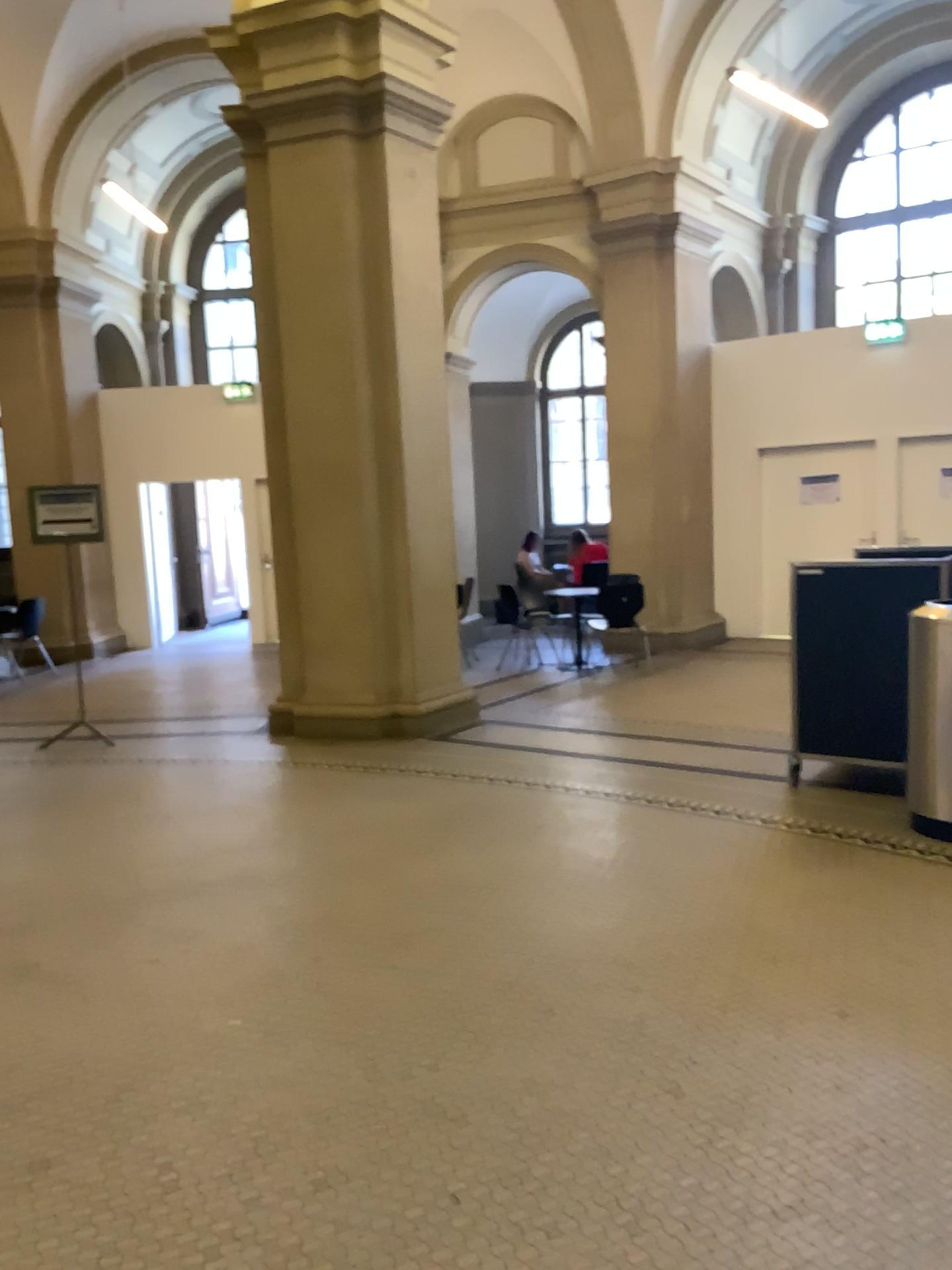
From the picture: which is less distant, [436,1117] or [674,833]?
[436,1117]
